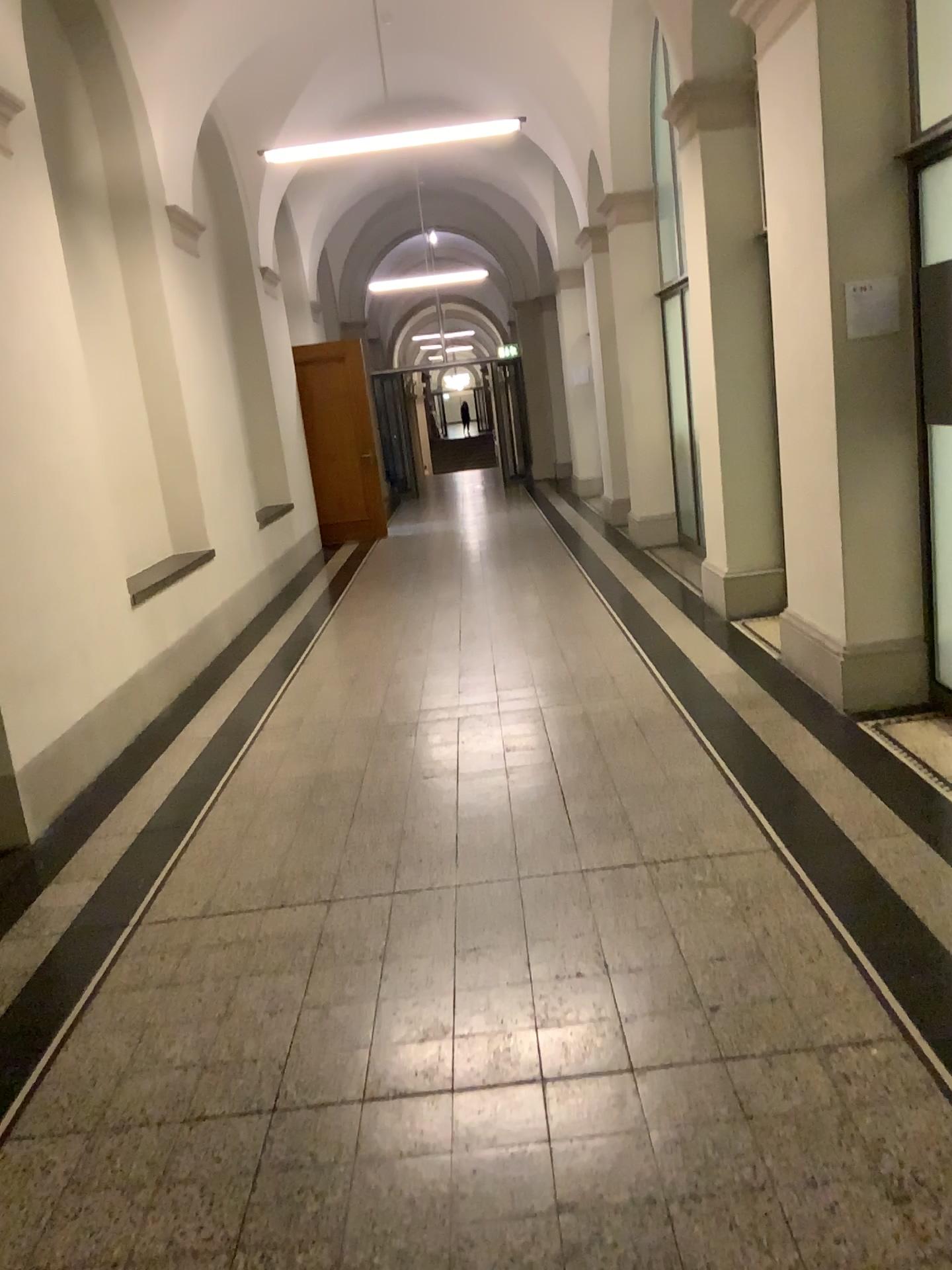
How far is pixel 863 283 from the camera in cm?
416

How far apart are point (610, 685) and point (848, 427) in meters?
1.7

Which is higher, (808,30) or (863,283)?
(808,30)

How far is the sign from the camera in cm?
416
